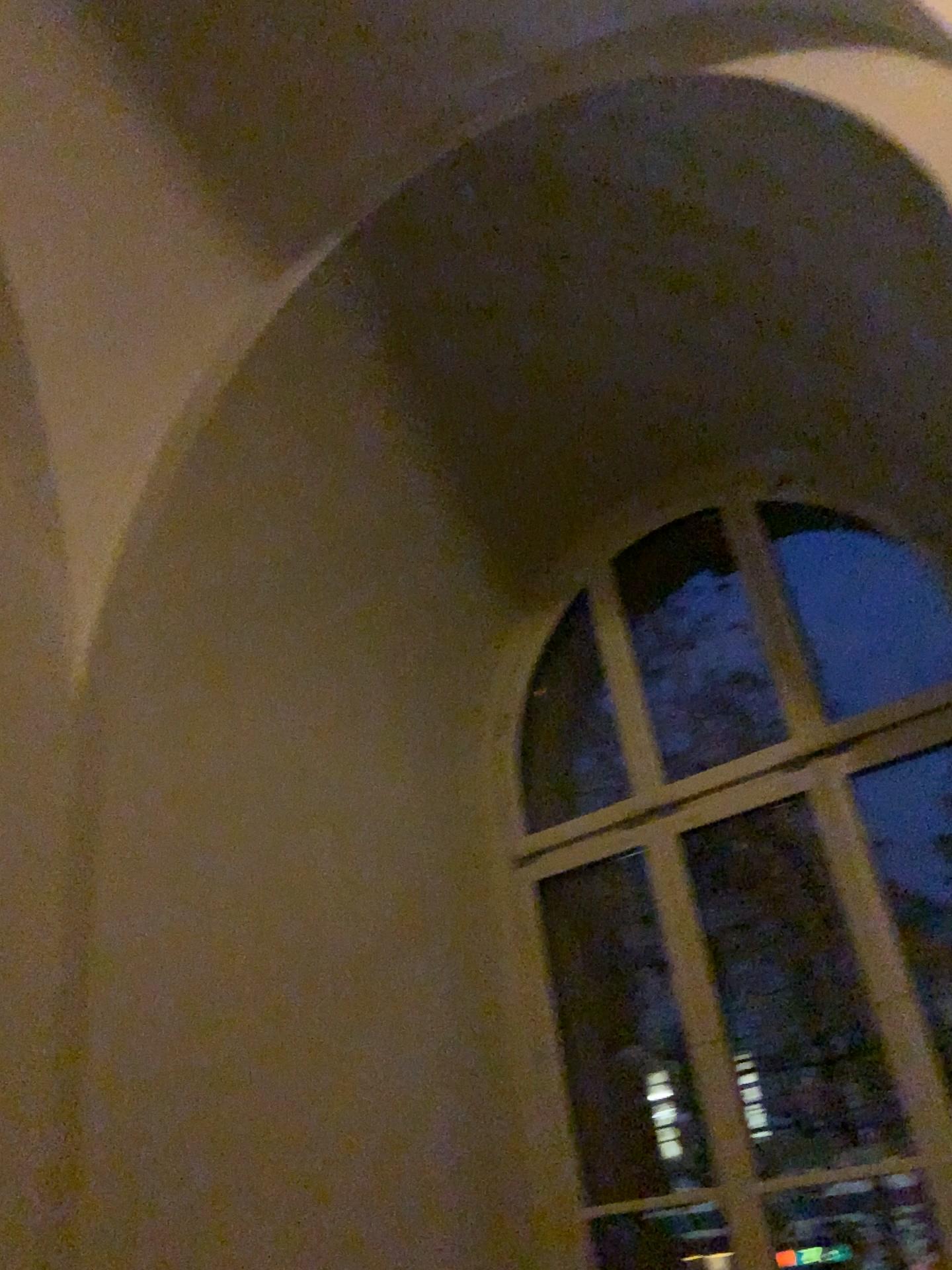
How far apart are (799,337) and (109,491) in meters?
2.0 m
